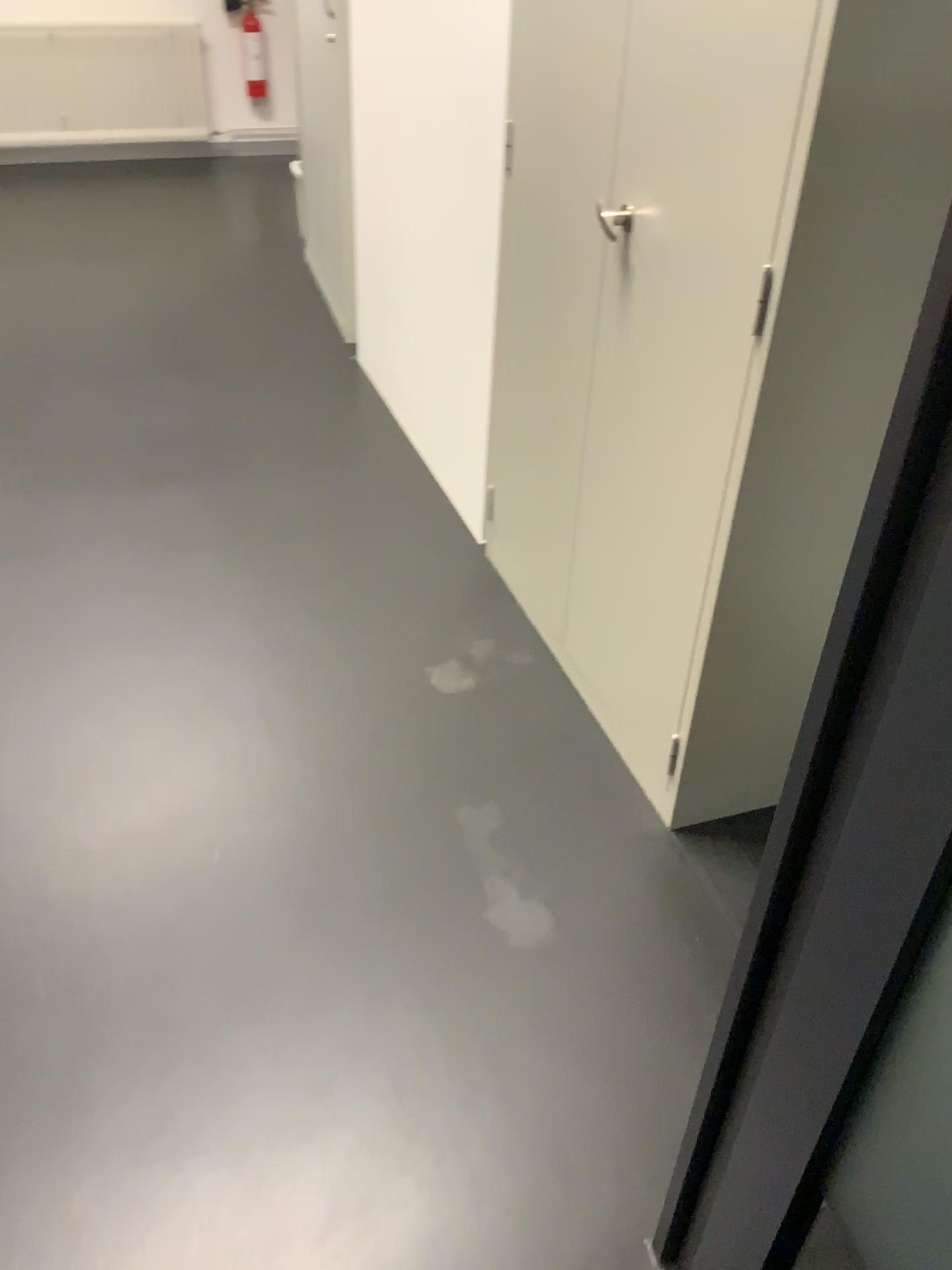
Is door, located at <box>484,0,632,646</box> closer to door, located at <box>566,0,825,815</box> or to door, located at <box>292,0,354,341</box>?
door, located at <box>566,0,825,815</box>

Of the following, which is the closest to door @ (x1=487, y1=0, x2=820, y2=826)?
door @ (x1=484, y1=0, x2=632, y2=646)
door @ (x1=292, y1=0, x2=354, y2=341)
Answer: door @ (x1=484, y1=0, x2=632, y2=646)

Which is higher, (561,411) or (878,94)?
(878,94)

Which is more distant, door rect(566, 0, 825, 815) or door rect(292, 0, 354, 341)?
door rect(292, 0, 354, 341)

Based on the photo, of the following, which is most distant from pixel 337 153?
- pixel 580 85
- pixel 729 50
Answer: pixel 729 50

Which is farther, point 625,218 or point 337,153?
point 337,153

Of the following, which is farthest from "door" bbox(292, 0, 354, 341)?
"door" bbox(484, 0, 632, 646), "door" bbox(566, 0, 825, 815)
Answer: "door" bbox(566, 0, 825, 815)

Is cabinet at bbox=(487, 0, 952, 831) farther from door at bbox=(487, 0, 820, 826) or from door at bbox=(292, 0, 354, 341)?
door at bbox=(292, 0, 354, 341)

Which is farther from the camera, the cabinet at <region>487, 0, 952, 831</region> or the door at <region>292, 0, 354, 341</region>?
the door at <region>292, 0, 354, 341</region>

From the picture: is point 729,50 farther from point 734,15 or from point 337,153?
point 337,153
